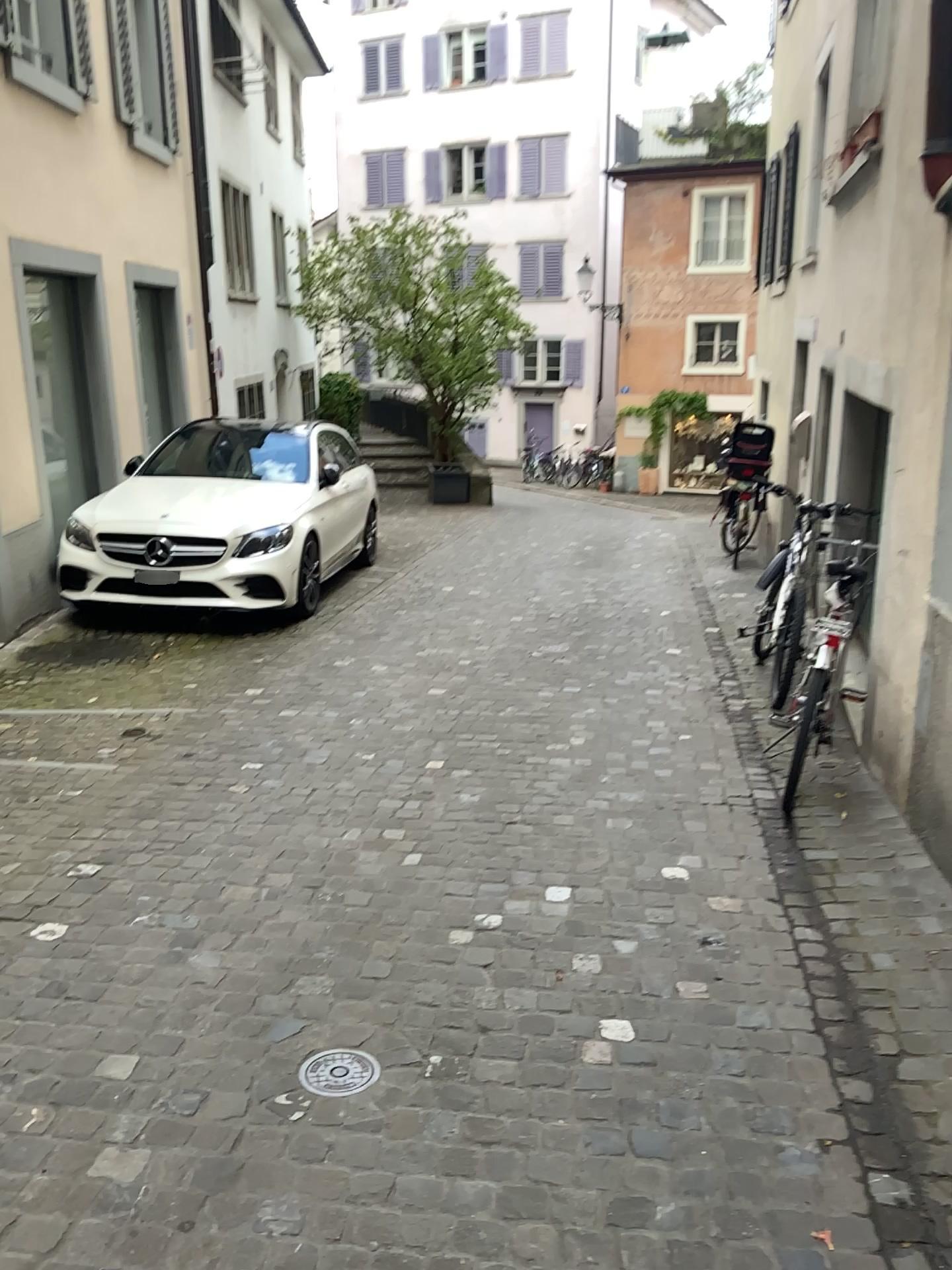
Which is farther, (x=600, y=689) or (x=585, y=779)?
(x=600, y=689)

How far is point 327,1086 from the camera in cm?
242

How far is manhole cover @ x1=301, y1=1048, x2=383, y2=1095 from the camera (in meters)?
2.42
